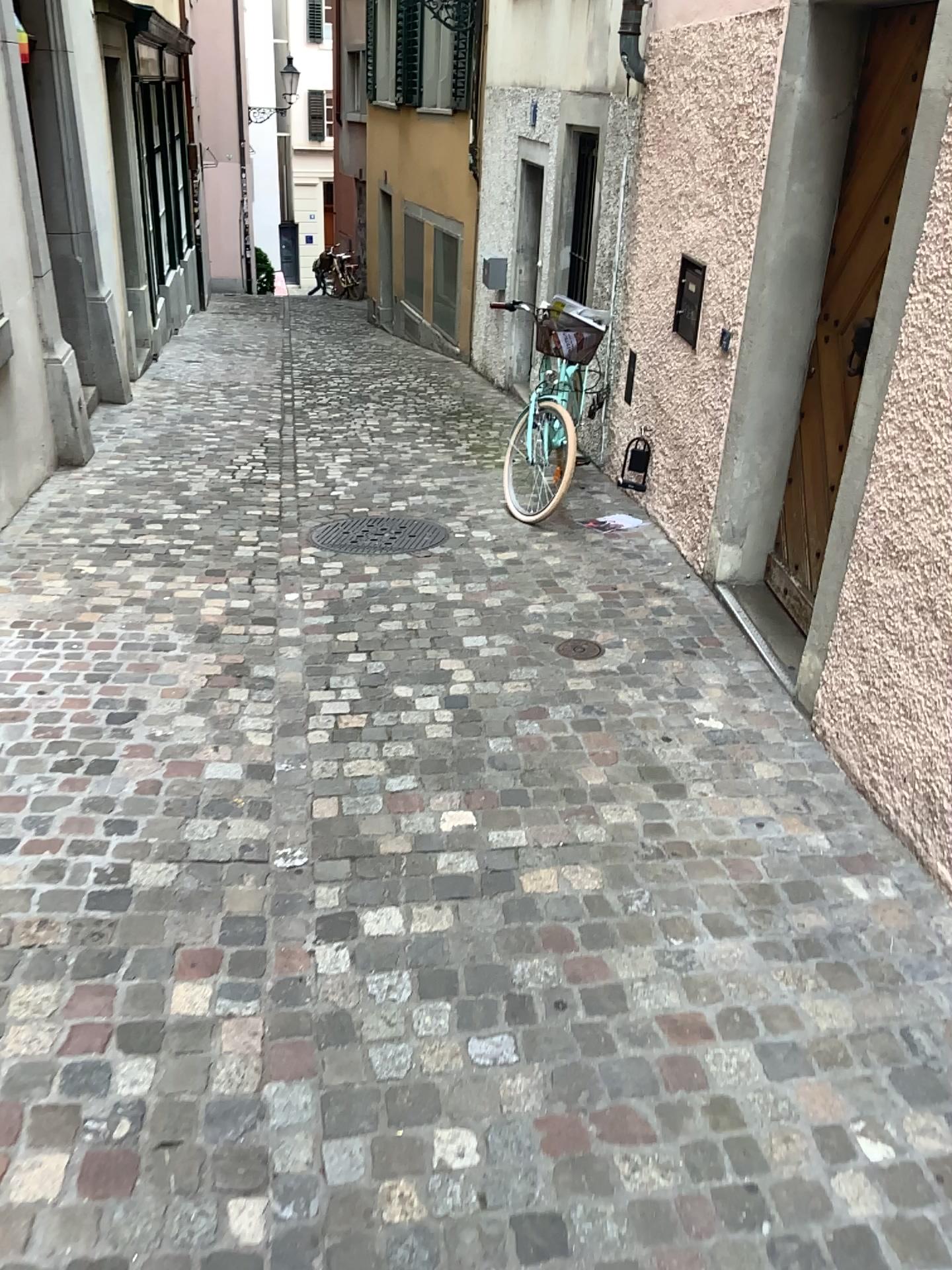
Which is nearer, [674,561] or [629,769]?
[629,769]

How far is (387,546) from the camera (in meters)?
4.95

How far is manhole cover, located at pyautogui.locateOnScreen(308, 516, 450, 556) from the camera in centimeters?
495cm

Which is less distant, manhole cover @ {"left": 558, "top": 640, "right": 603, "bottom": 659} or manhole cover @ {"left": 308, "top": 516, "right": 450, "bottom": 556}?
manhole cover @ {"left": 558, "top": 640, "right": 603, "bottom": 659}

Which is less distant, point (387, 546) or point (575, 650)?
point (575, 650)
